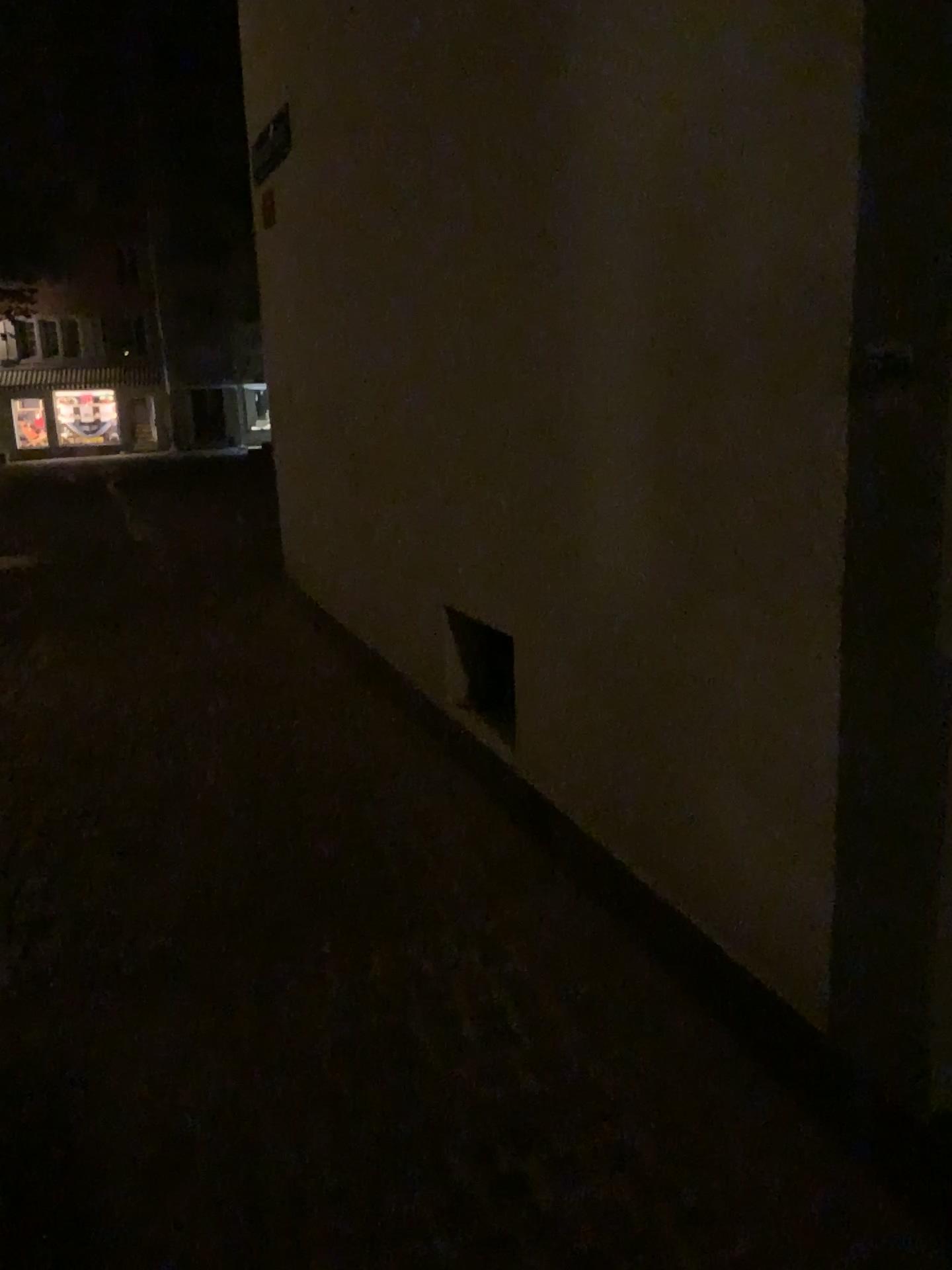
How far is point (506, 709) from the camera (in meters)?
3.47

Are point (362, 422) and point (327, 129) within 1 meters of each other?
no

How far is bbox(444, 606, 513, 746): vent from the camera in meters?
3.5
